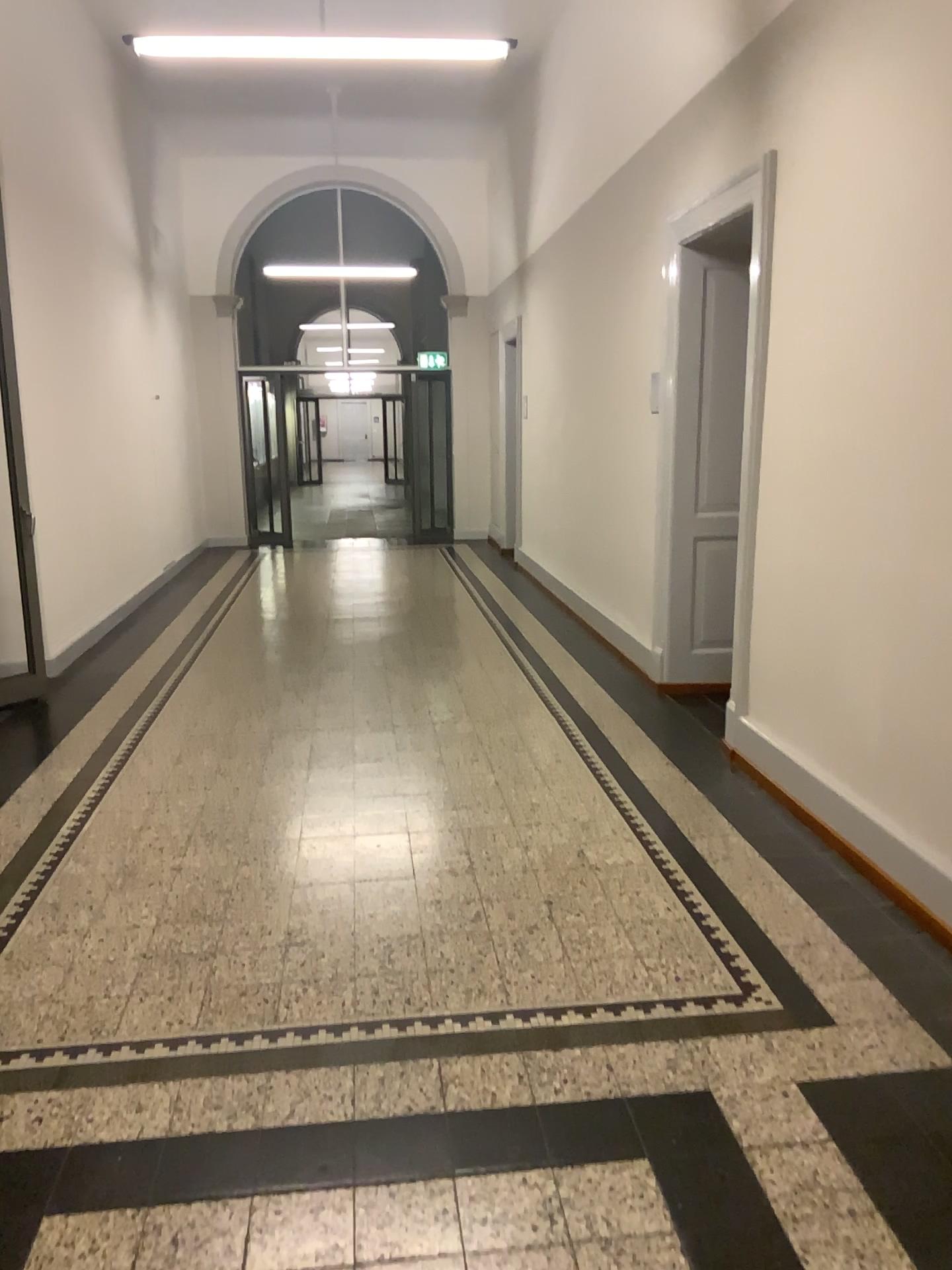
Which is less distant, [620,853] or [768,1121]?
[768,1121]
